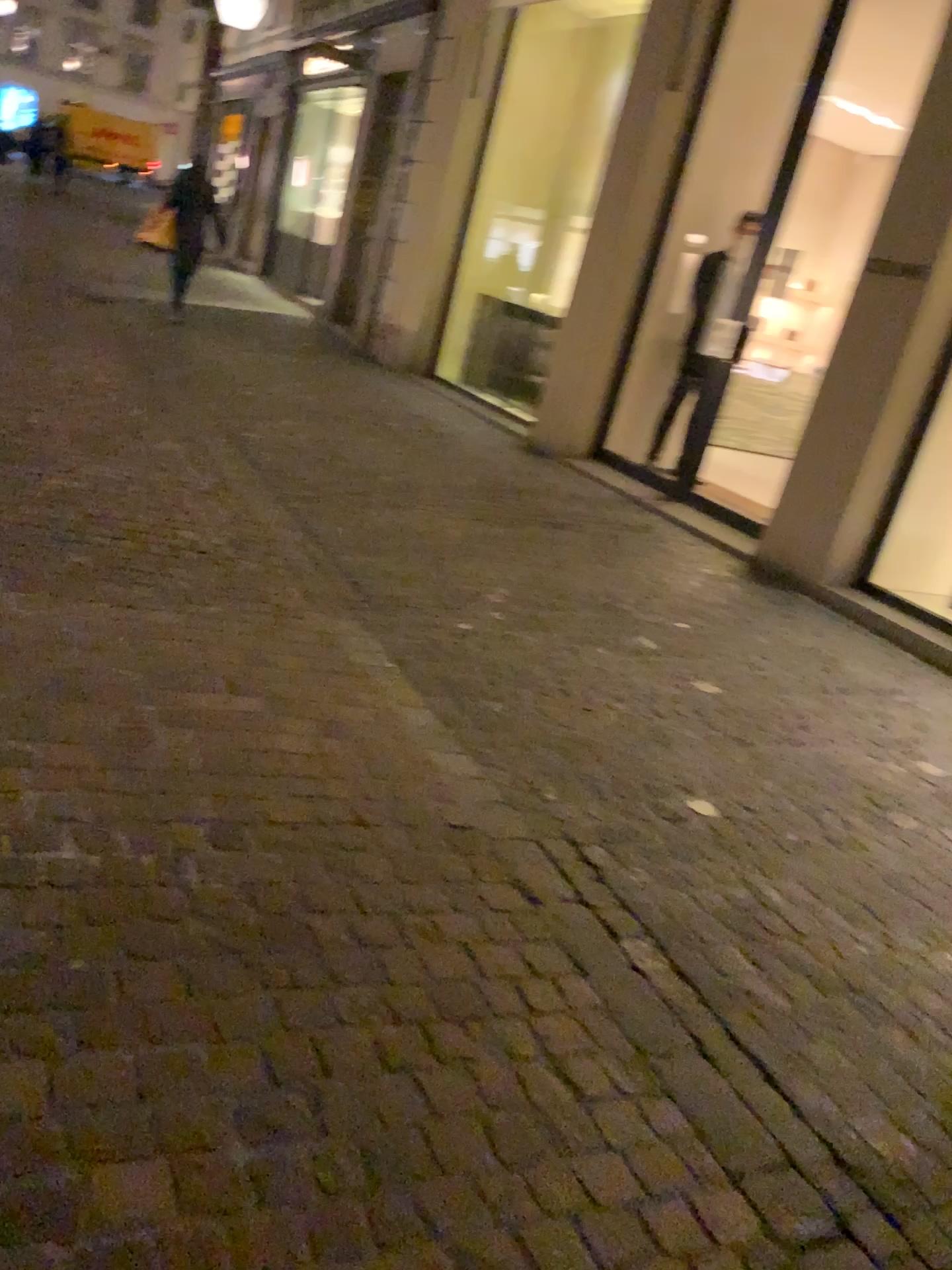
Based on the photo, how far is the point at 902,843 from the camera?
3.2m
